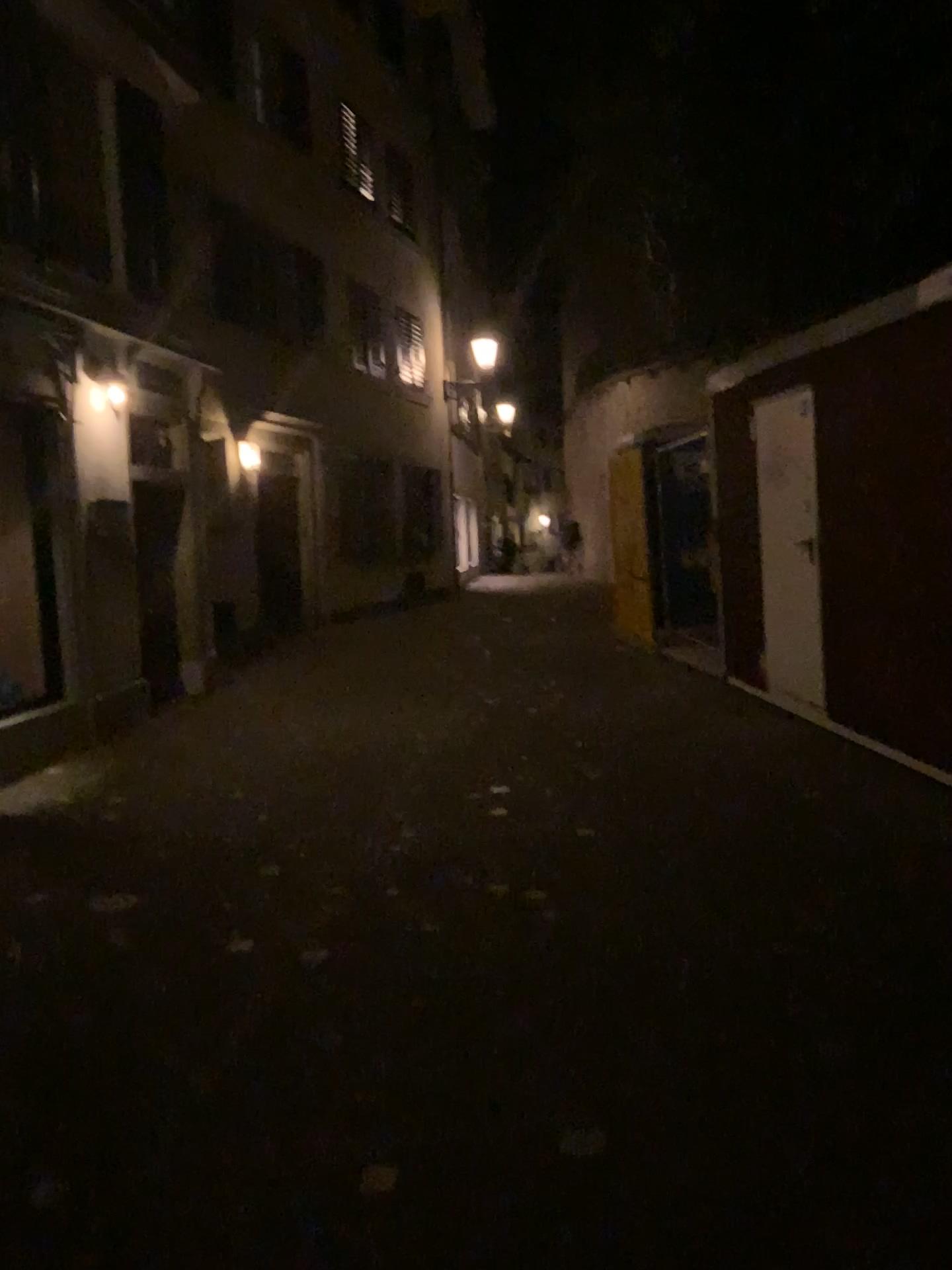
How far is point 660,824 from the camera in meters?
4.8 m
